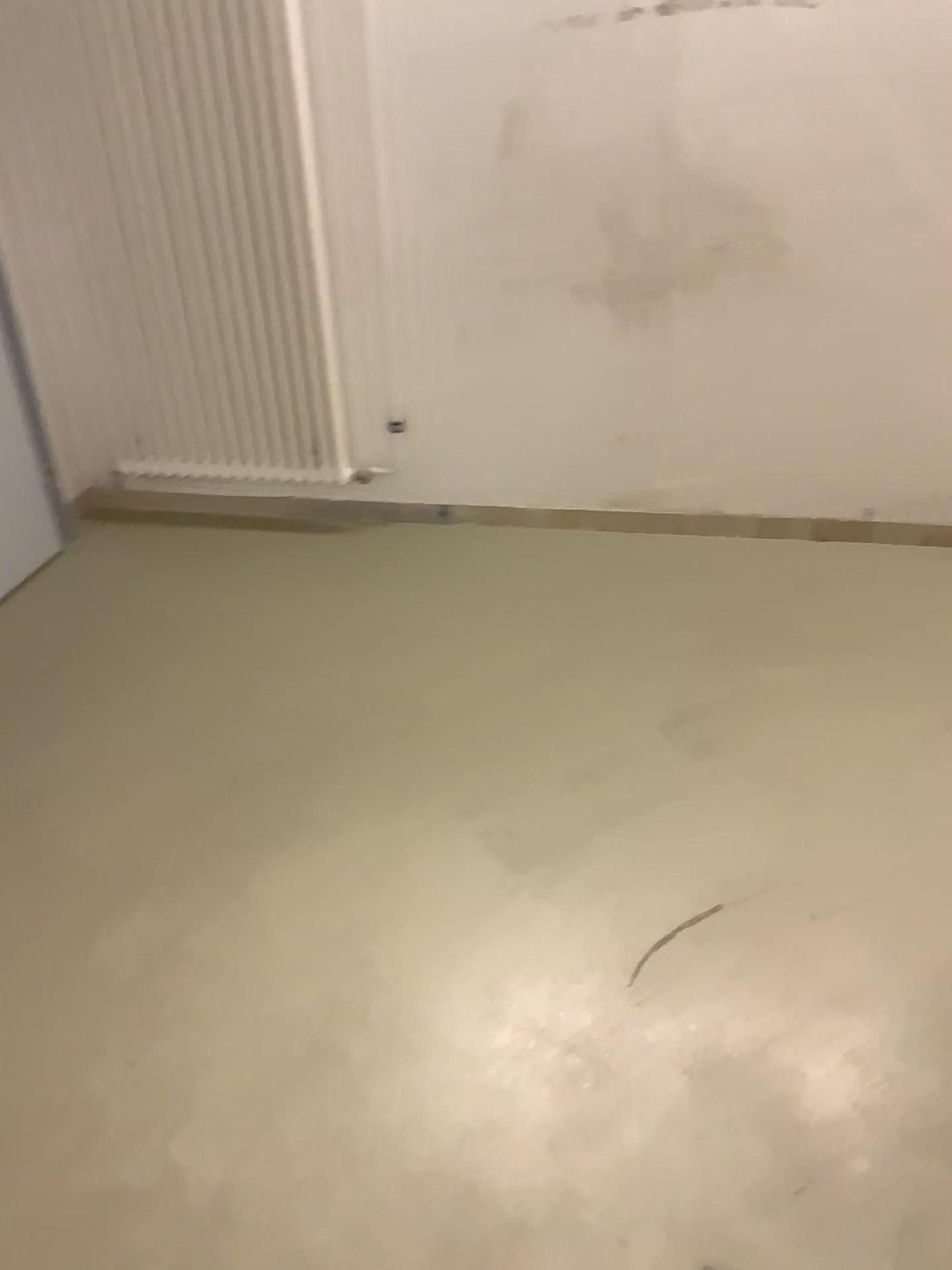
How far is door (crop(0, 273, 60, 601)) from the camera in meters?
2.9 m

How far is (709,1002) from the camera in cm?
174

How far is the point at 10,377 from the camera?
2.9m

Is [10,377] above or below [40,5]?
below
